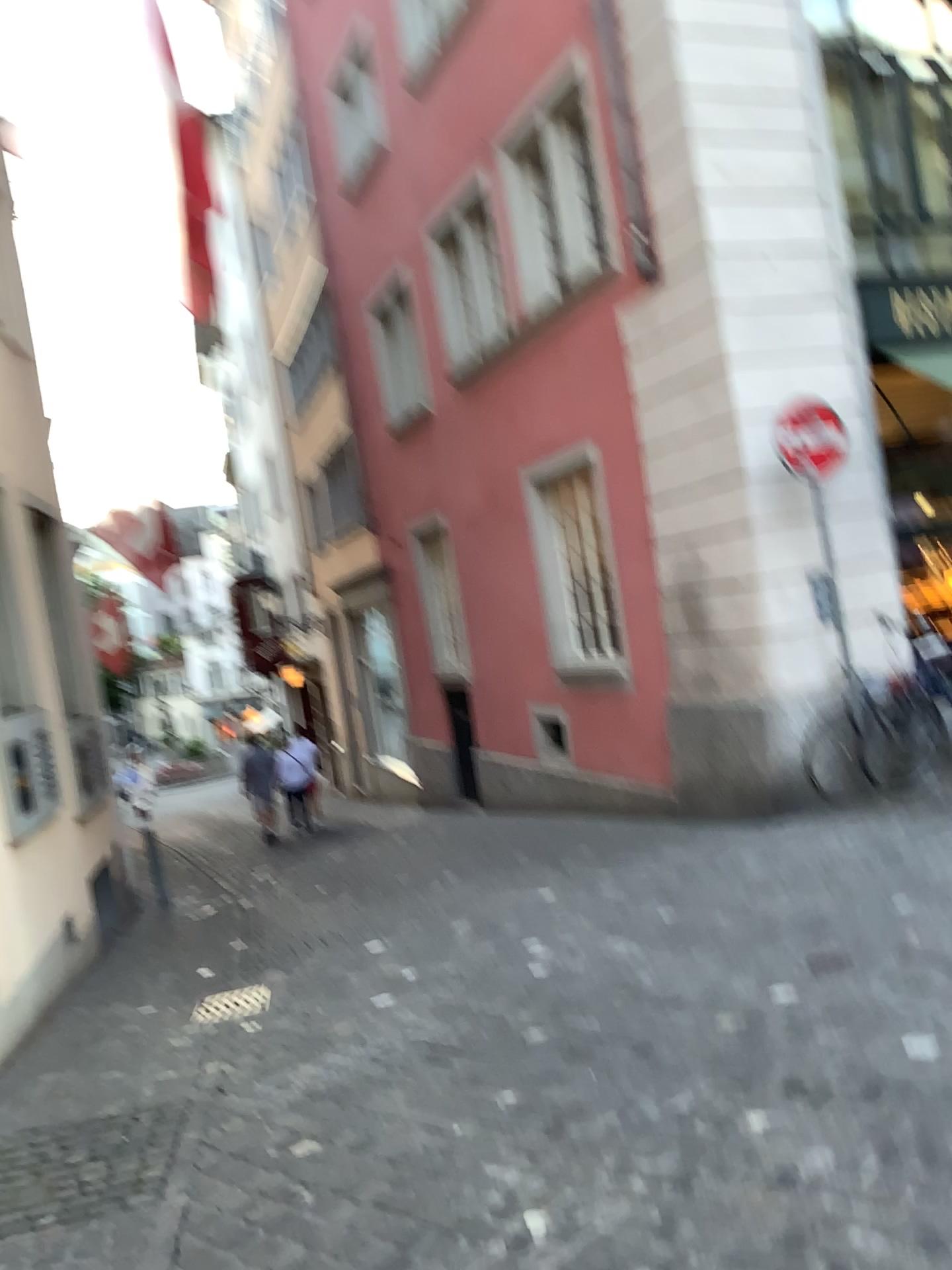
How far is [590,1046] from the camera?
3.86m
